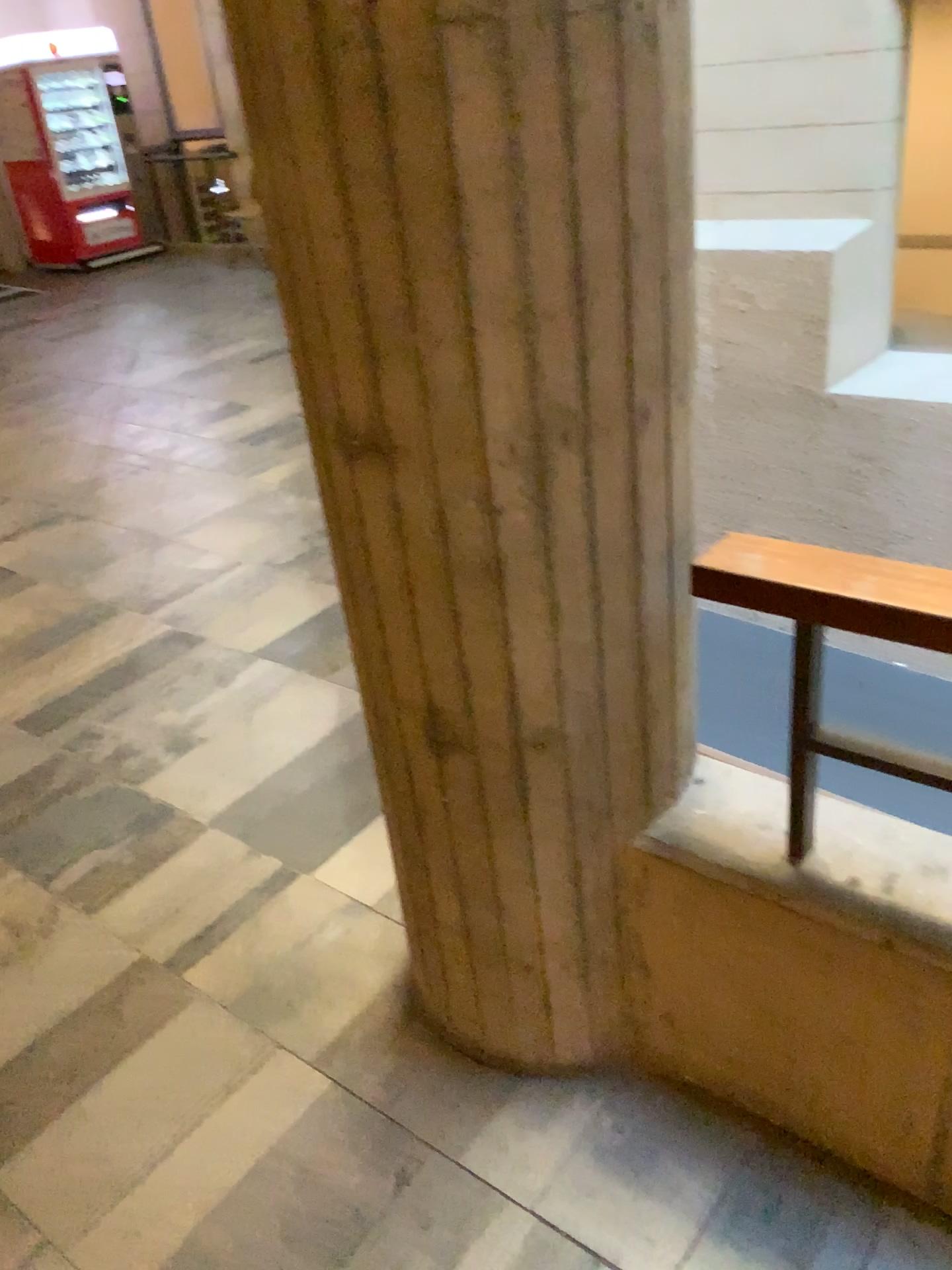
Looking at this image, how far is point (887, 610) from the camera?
1.20m

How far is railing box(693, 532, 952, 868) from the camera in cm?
120

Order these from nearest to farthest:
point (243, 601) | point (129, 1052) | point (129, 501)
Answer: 1. point (129, 1052)
2. point (243, 601)
3. point (129, 501)

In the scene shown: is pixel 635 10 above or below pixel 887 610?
above
